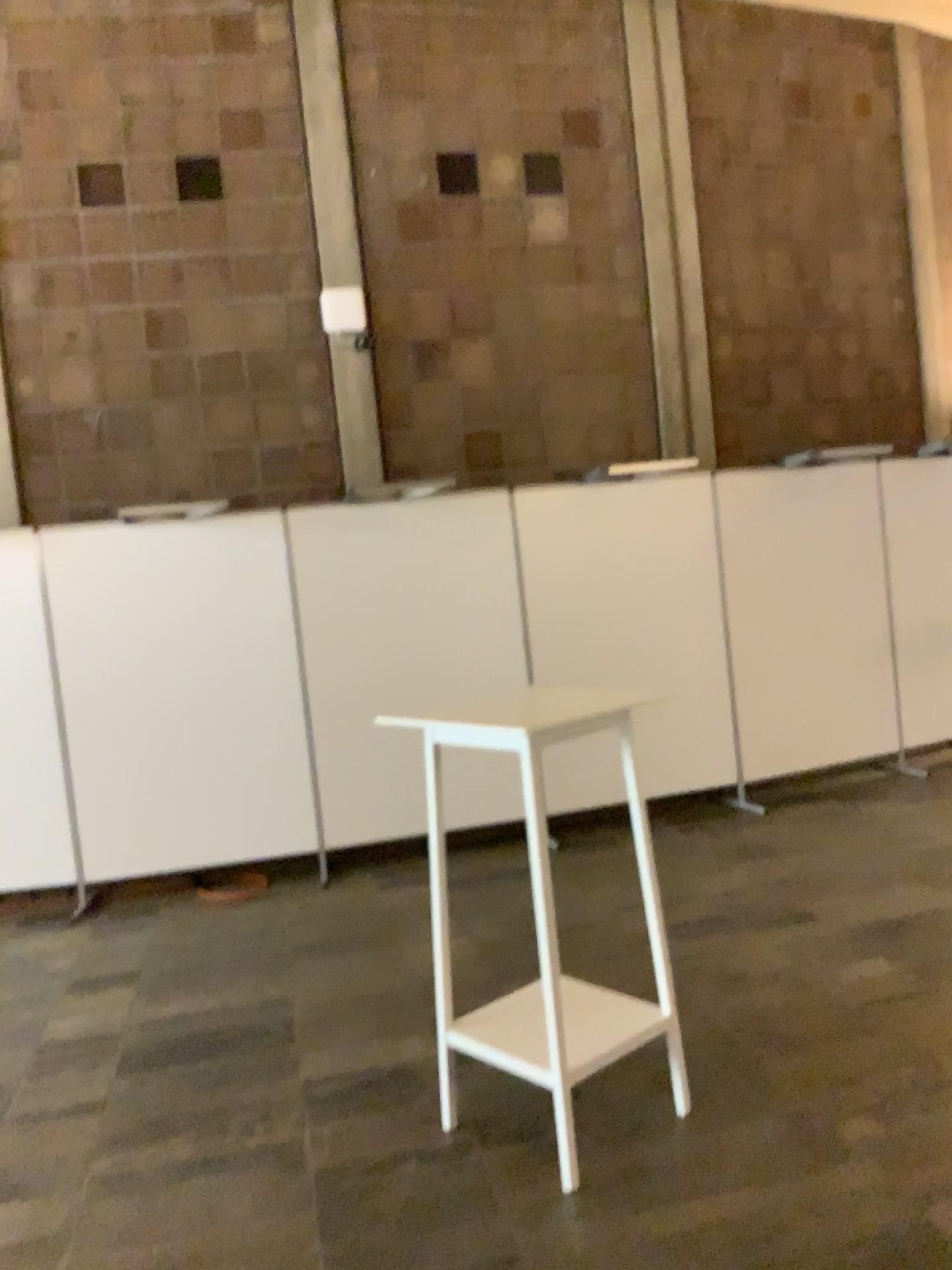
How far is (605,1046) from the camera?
2.9 meters

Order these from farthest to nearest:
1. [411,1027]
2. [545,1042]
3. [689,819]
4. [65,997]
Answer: [689,819]
[65,997]
[411,1027]
[545,1042]

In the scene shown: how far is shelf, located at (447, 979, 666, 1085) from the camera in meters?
2.9
